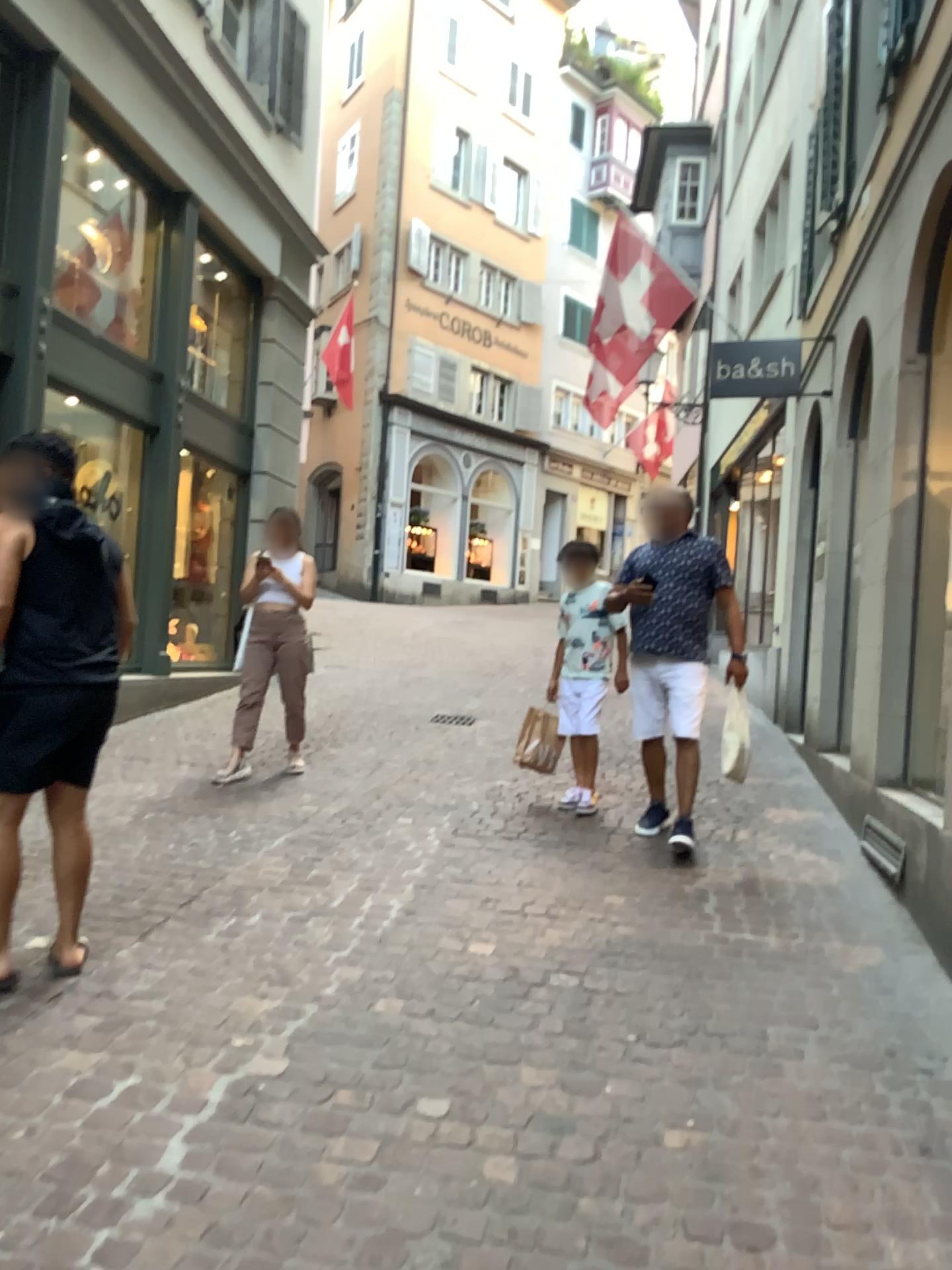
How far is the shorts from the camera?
3.0 meters

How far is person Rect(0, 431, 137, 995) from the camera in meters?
3.0 m

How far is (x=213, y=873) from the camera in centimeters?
406cm

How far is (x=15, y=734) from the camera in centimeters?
303cm

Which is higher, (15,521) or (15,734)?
(15,521)

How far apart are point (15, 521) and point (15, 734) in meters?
0.6
